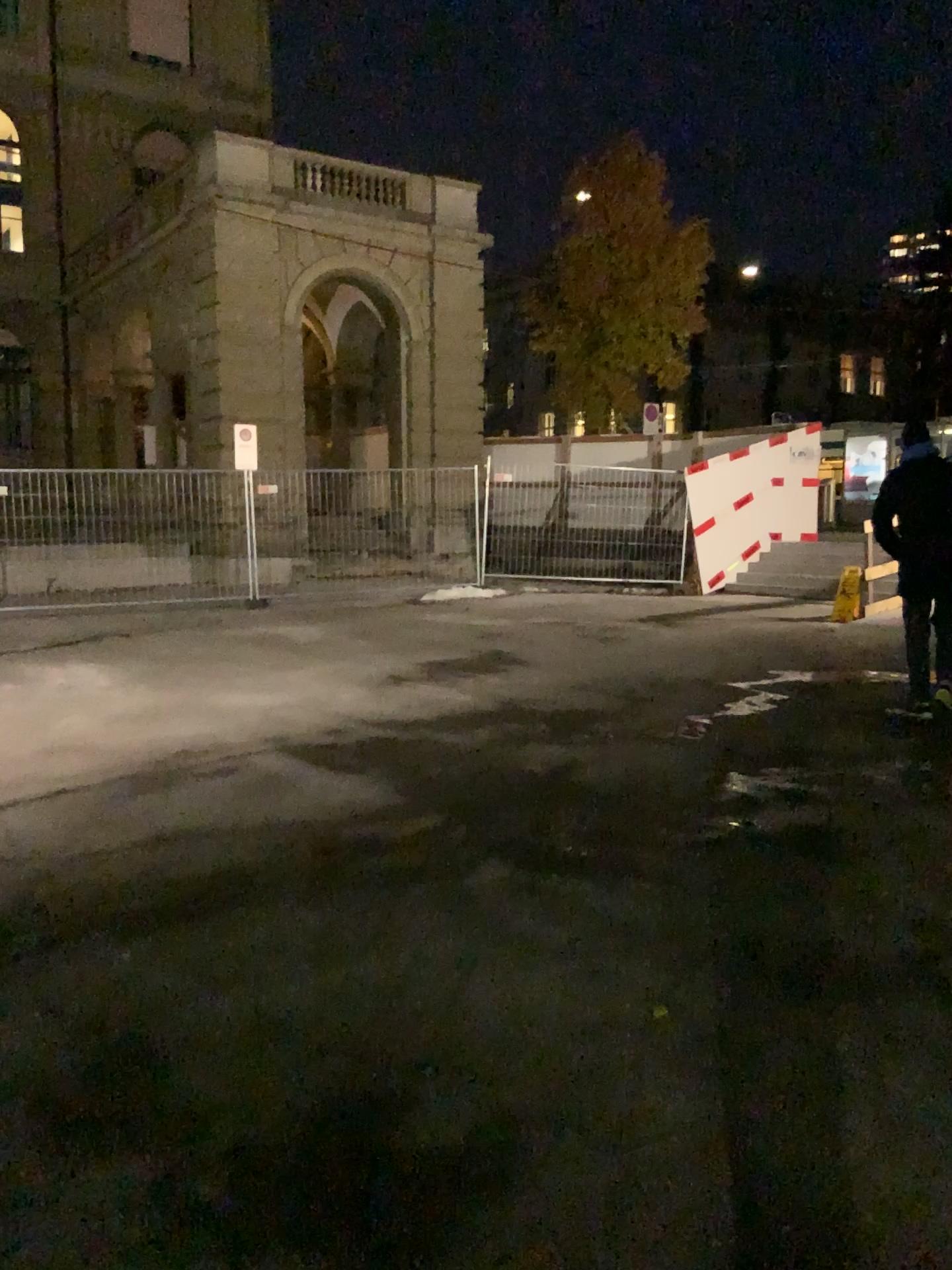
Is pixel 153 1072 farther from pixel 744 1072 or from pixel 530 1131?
pixel 744 1072
